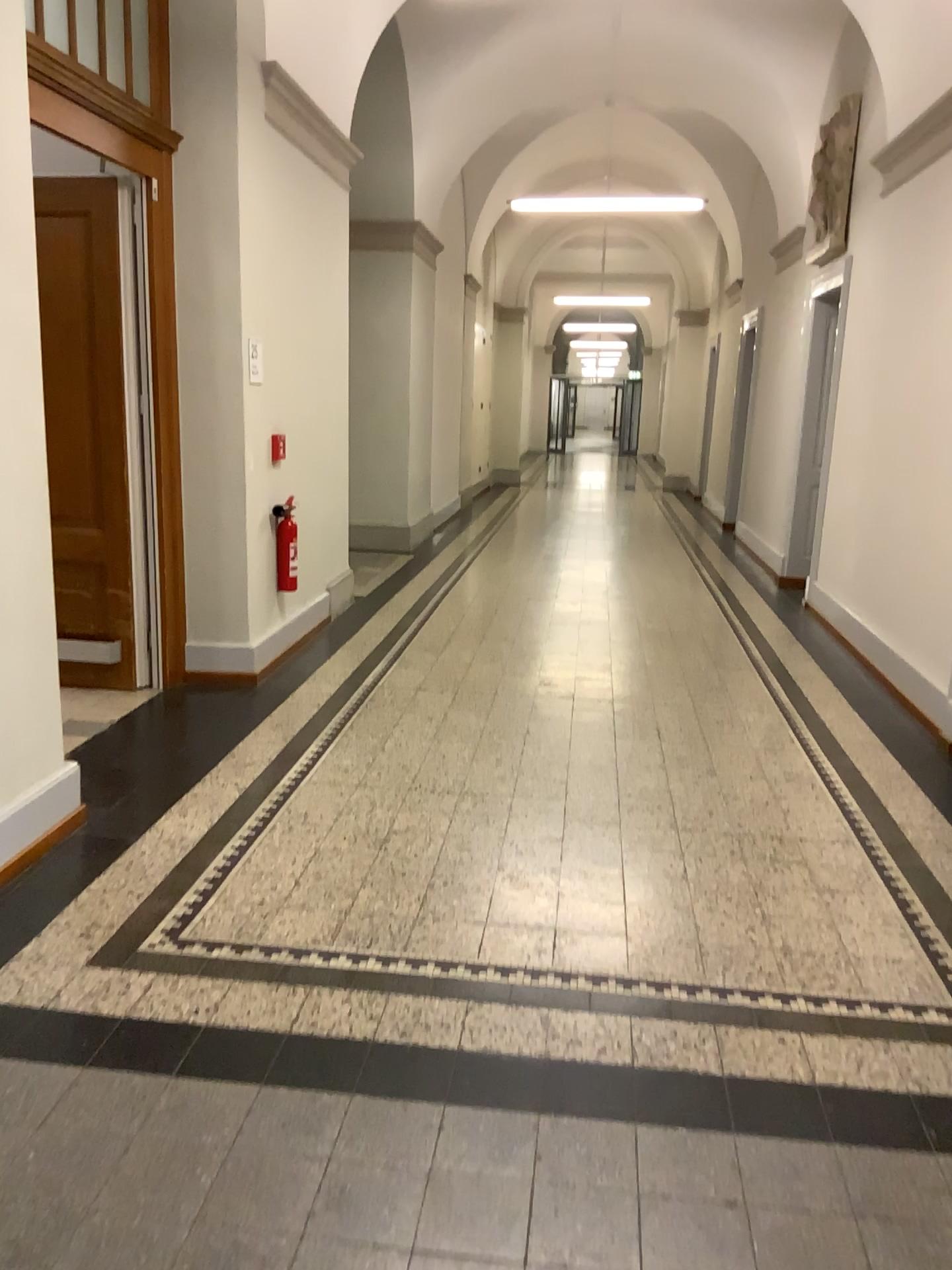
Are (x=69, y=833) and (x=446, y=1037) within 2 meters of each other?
yes

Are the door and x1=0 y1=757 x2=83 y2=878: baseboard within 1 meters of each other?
no

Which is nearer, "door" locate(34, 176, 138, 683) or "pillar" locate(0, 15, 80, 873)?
"pillar" locate(0, 15, 80, 873)

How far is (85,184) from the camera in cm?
484

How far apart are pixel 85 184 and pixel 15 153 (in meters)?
1.84

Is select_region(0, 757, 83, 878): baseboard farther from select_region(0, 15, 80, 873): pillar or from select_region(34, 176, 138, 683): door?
select_region(34, 176, 138, 683): door

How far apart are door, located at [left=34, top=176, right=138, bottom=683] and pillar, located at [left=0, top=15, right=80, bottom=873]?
1.62m

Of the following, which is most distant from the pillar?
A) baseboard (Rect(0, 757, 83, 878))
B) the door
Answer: the door

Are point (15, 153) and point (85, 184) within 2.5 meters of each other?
yes

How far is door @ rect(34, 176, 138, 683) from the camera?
4.84m
